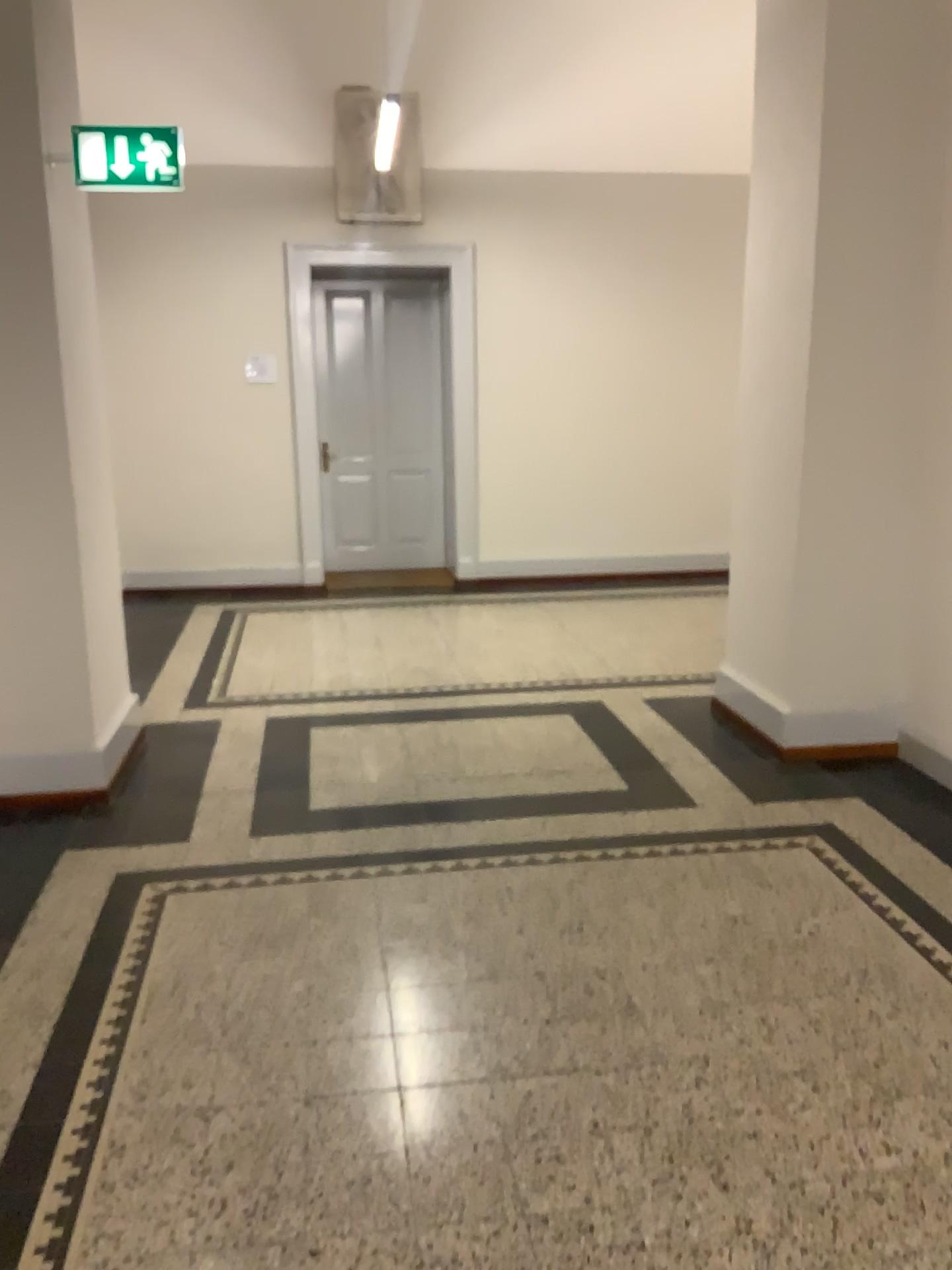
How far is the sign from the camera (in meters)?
3.61

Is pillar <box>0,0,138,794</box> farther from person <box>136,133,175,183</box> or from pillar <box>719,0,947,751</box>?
pillar <box>719,0,947,751</box>

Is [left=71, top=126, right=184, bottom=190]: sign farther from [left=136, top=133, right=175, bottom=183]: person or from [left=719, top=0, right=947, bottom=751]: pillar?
[left=719, top=0, right=947, bottom=751]: pillar

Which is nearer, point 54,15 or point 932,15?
point 54,15

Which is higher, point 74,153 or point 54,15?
point 54,15

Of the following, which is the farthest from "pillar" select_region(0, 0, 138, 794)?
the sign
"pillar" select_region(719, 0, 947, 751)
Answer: Answer: "pillar" select_region(719, 0, 947, 751)

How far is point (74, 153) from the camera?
3.6 meters

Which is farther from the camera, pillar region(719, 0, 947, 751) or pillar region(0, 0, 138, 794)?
pillar region(719, 0, 947, 751)

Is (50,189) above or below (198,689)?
above

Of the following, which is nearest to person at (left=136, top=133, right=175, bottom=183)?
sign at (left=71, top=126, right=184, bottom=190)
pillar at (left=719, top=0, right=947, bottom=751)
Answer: sign at (left=71, top=126, right=184, bottom=190)
